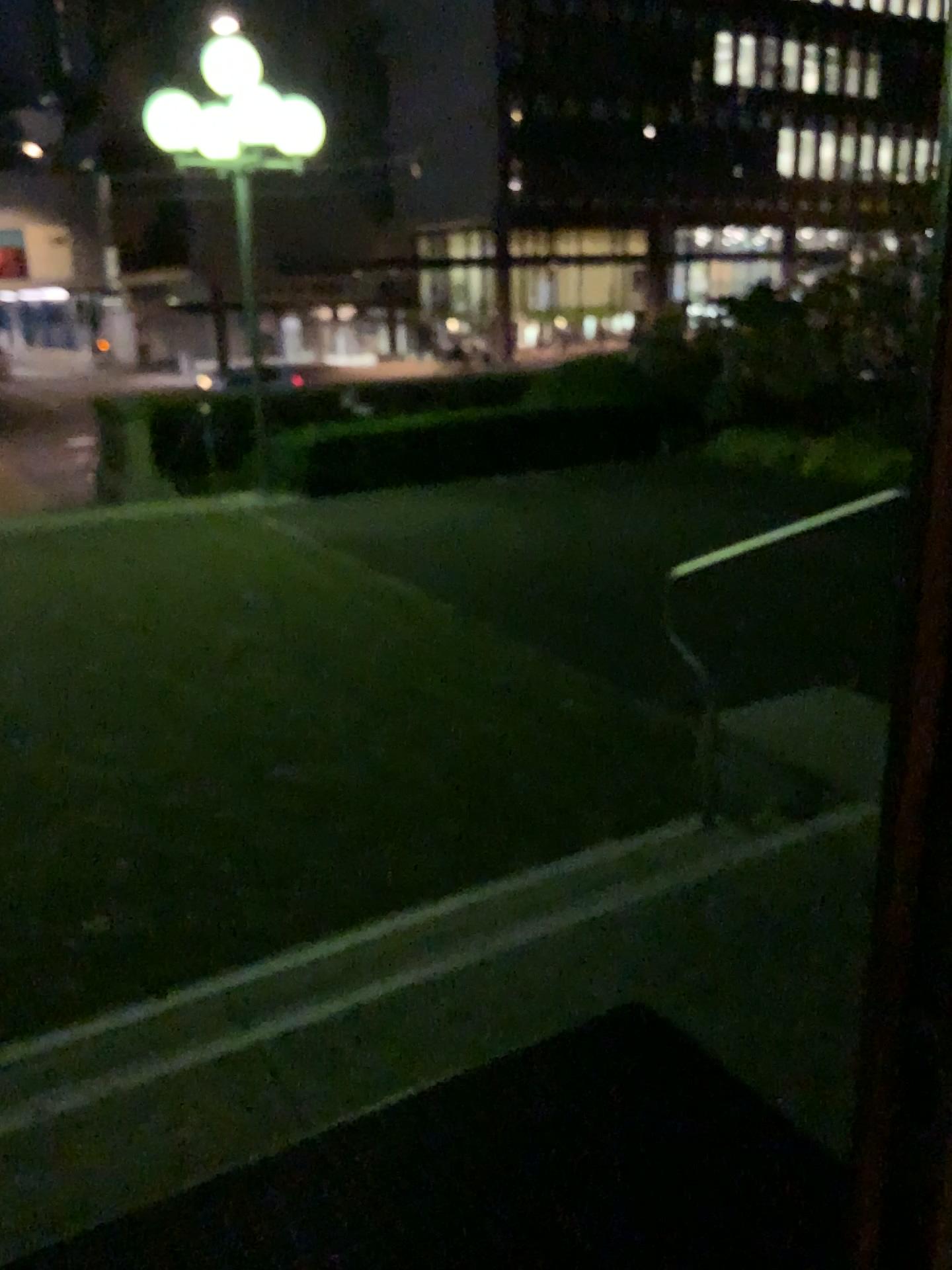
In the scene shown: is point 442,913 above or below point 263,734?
above
